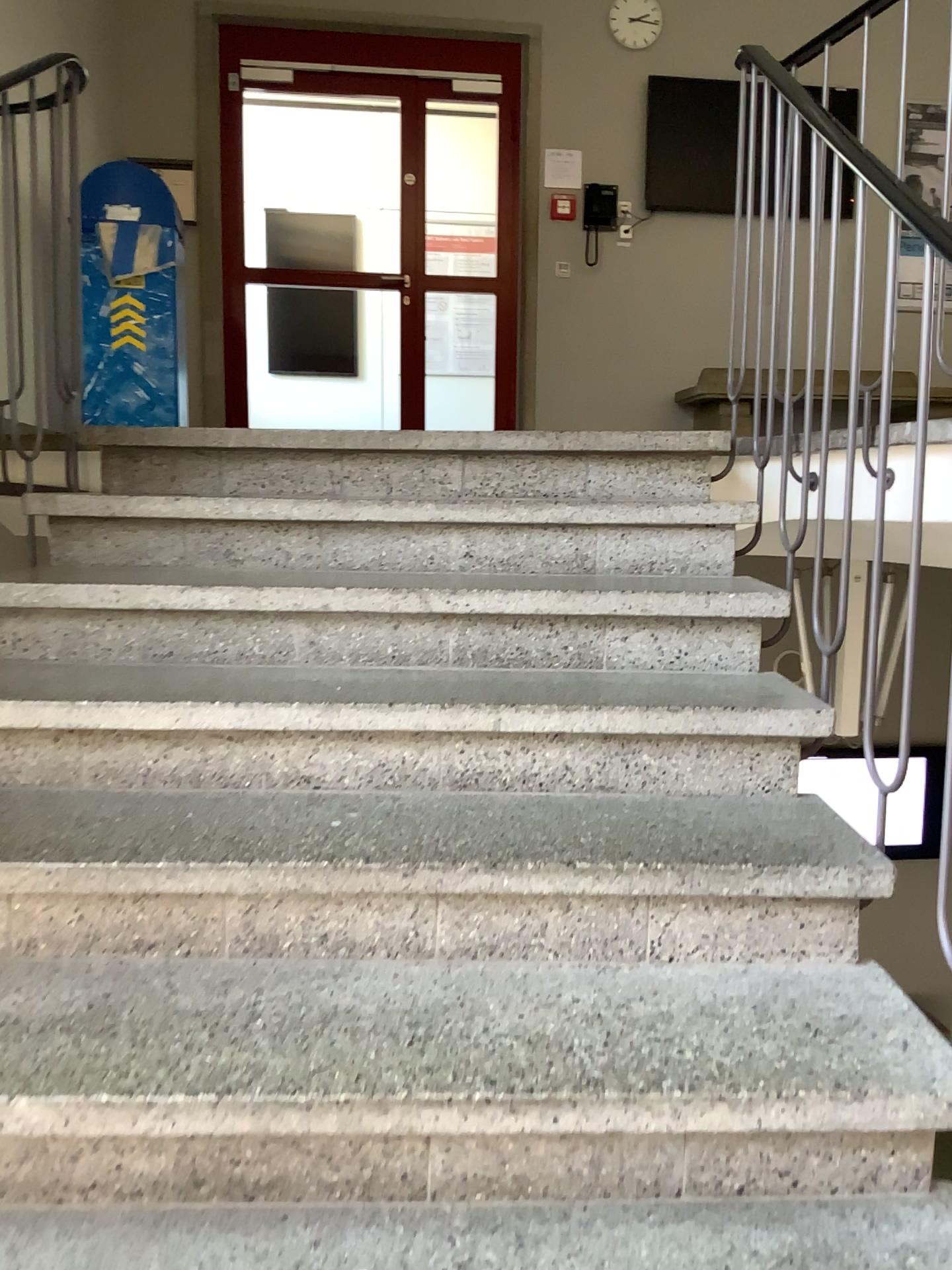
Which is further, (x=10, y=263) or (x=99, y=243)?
(x=99, y=243)

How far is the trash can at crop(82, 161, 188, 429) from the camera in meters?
4.0

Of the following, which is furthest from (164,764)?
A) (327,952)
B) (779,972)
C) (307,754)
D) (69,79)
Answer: (69,79)

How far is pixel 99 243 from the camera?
4.0m

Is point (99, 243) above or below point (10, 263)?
above

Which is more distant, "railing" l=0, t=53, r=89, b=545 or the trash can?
the trash can
